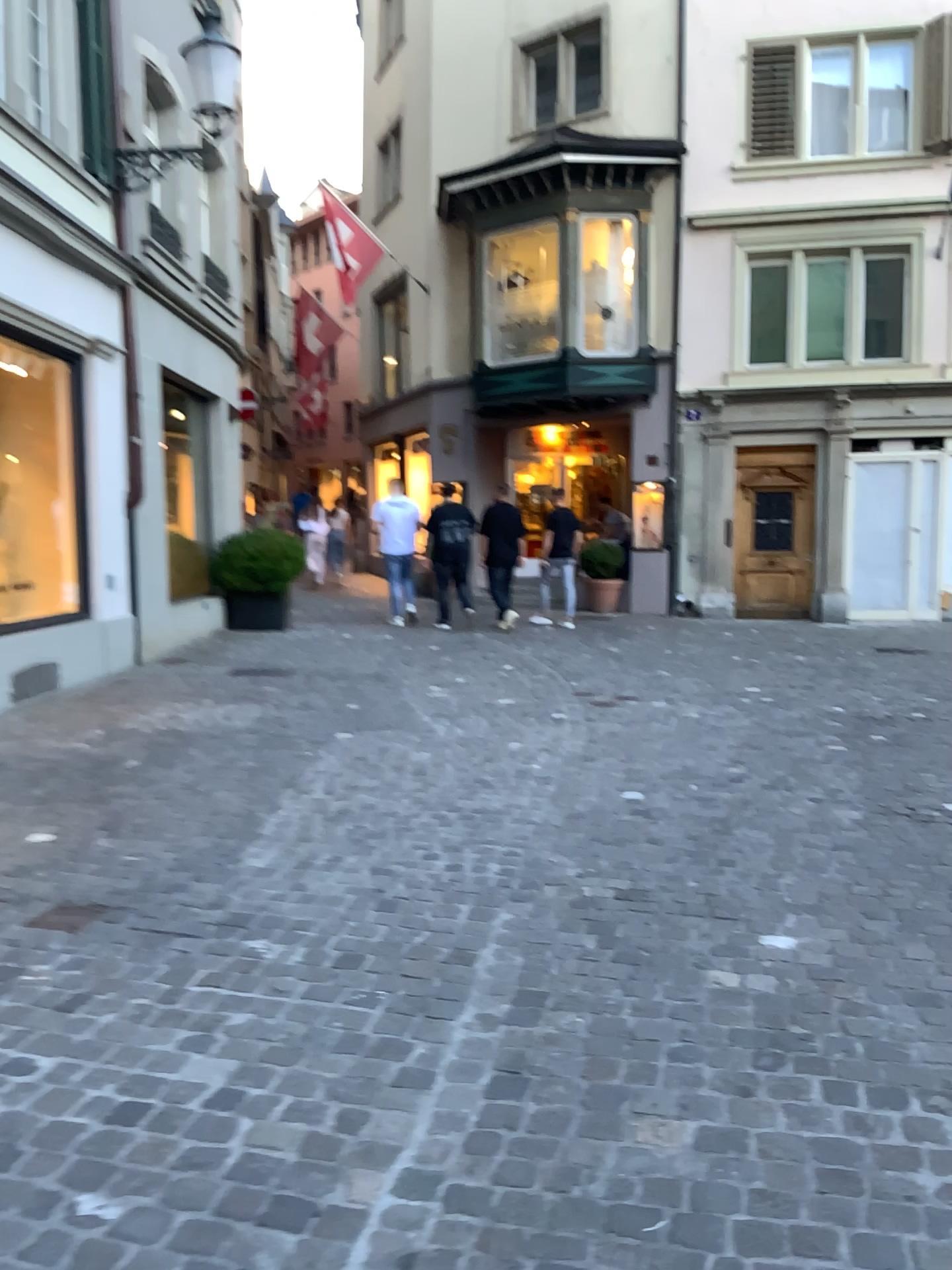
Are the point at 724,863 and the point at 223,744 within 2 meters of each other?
no
